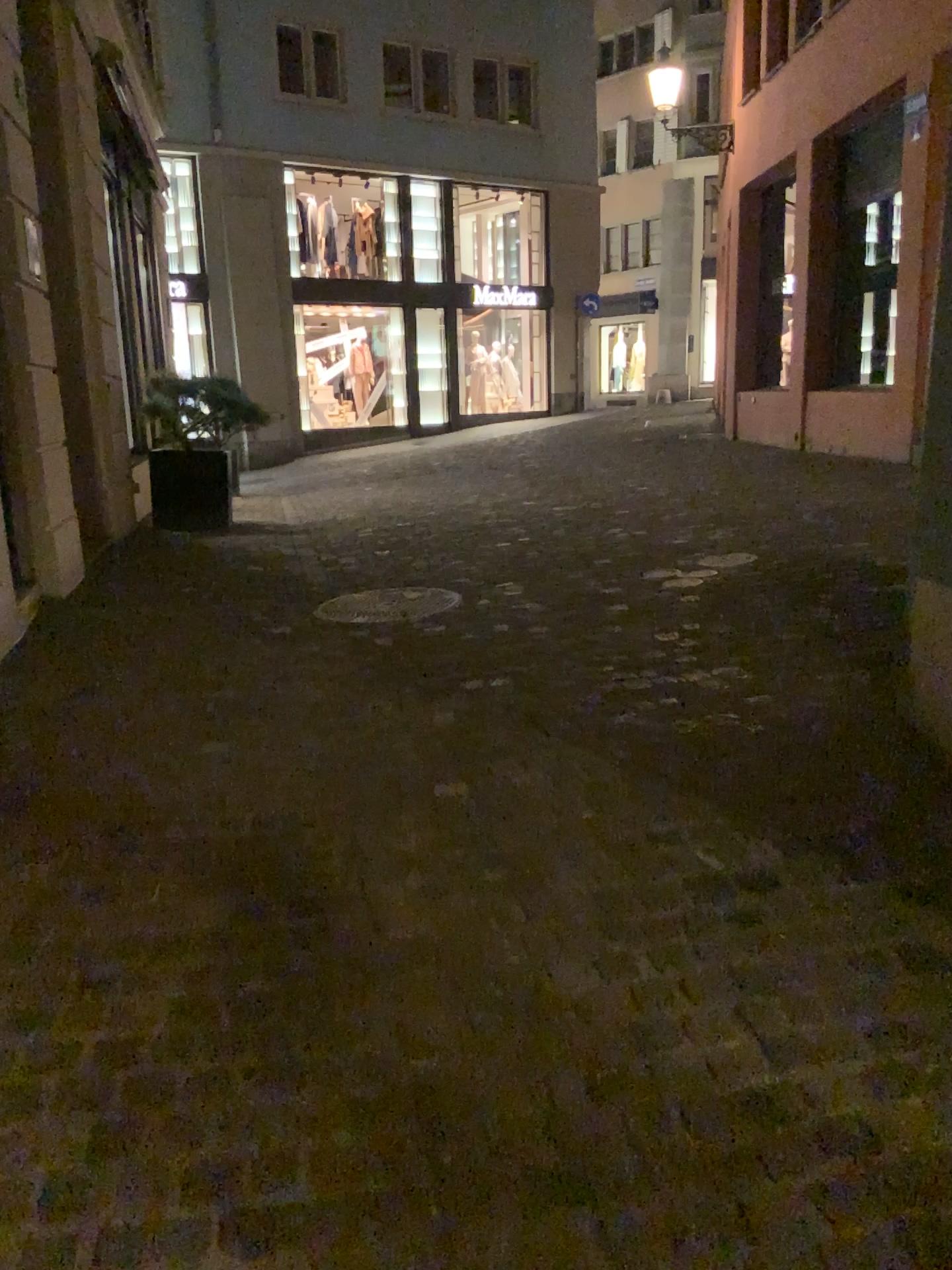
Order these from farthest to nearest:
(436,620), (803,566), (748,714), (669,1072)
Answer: (803,566), (436,620), (748,714), (669,1072)

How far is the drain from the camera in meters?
4.7

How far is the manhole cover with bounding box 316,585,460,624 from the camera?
4.66m

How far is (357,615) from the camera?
4.7 meters

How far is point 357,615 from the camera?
4.66m
